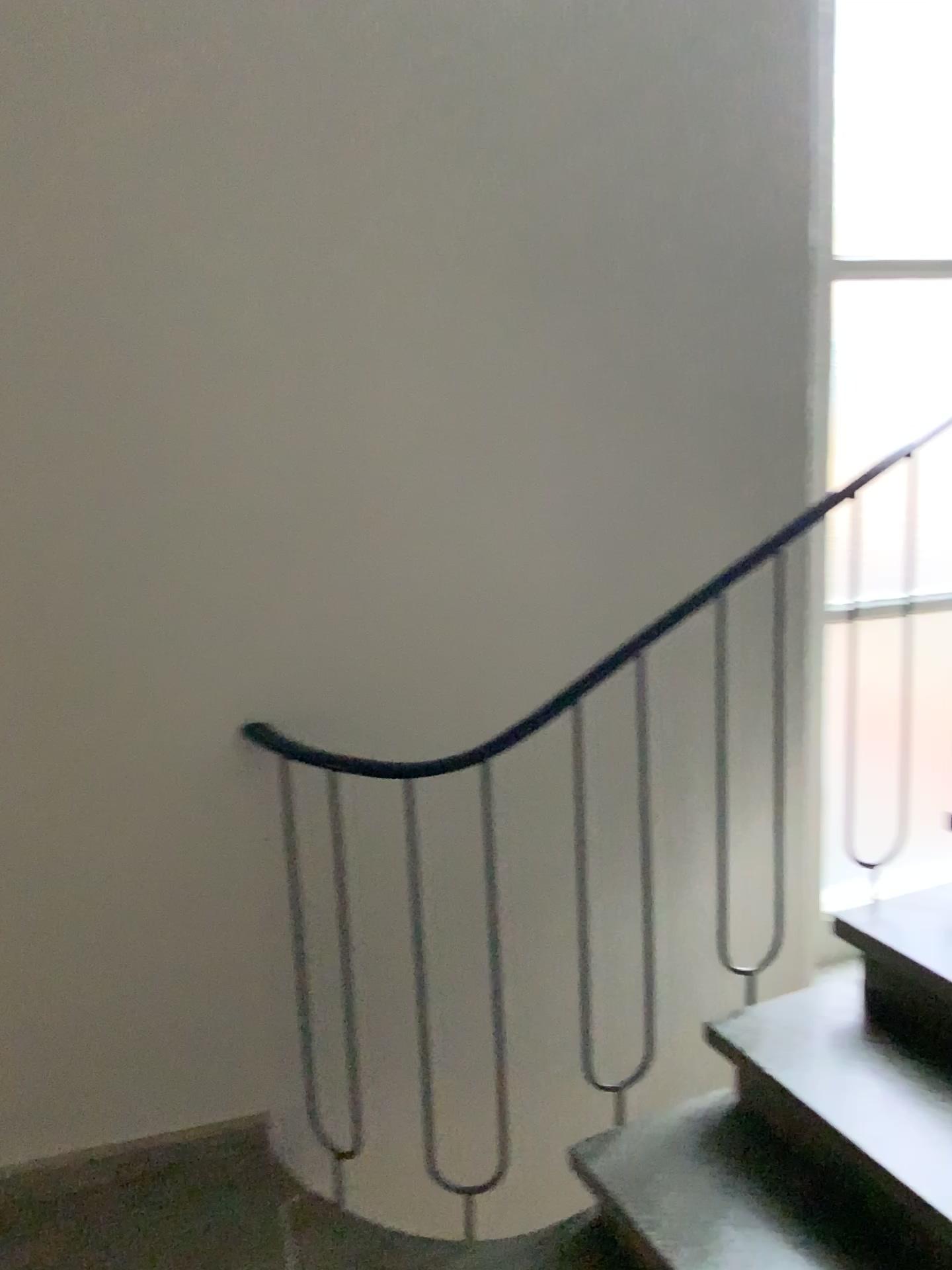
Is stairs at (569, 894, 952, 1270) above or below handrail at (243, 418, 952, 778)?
below

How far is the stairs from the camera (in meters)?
1.70

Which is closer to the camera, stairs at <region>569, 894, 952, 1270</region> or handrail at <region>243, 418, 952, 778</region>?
stairs at <region>569, 894, 952, 1270</region>

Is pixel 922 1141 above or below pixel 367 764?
below

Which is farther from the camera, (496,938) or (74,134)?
(496,938)

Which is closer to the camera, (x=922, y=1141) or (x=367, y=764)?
(x=922, y=1141)

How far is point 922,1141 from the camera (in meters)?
1.70
